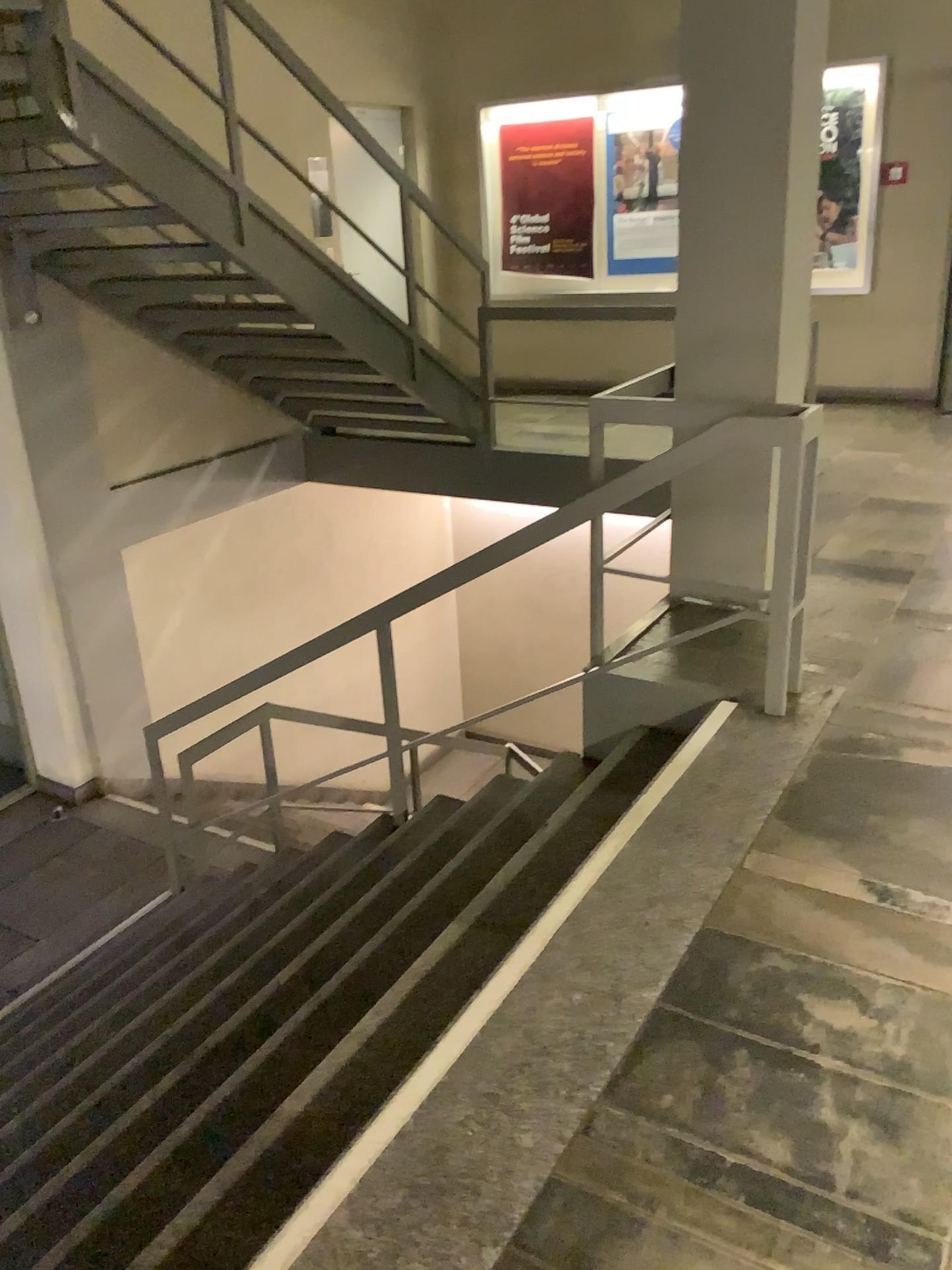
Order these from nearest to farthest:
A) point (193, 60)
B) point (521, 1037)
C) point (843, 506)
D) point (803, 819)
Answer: point (521, 1037), point (803, 819), point (193, 60), point (843, 506)
